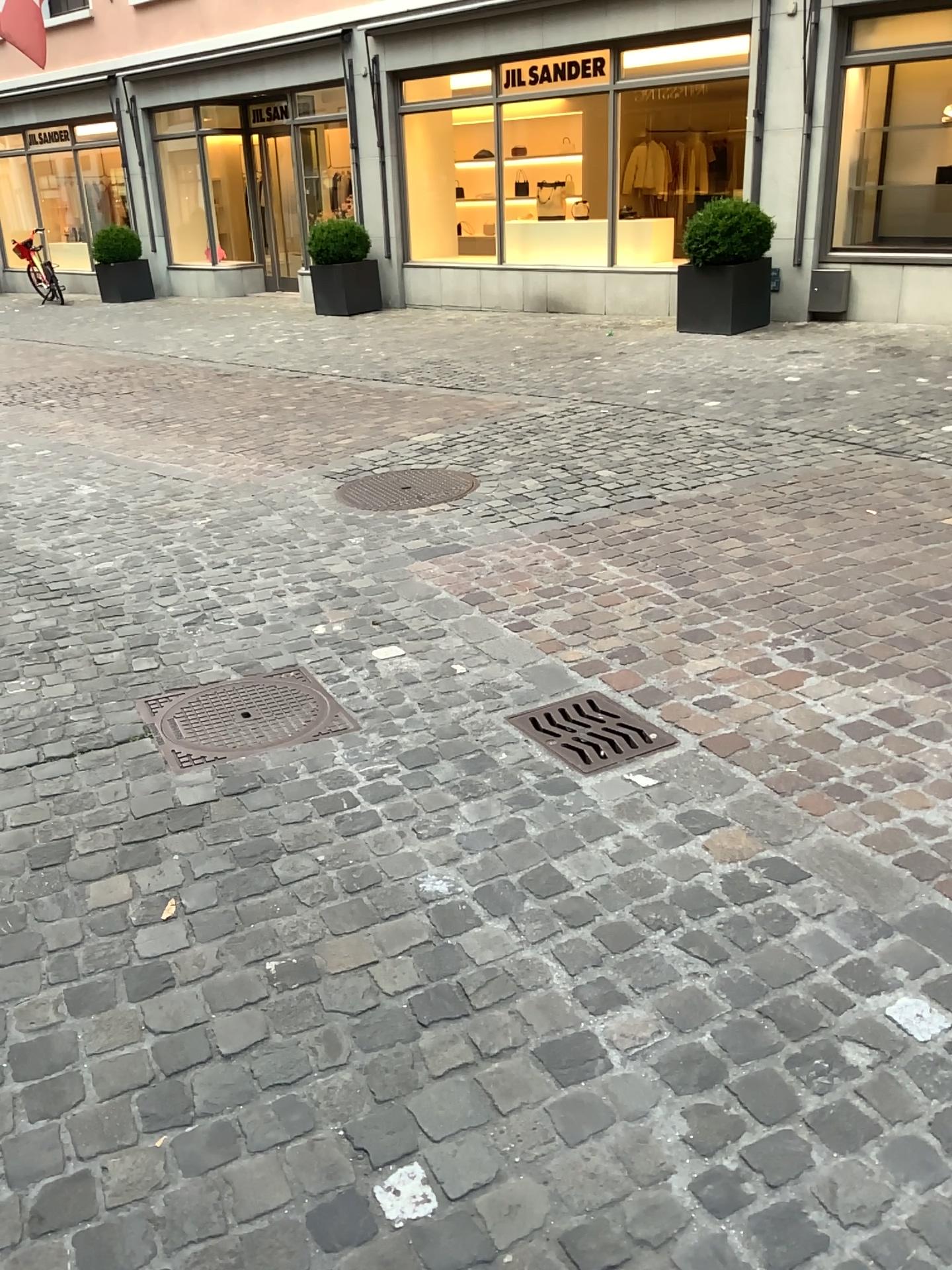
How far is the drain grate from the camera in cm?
272

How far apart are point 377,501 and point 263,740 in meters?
2.4 m

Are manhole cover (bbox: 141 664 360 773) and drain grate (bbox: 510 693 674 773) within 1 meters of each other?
yes

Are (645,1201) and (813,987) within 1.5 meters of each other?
yes

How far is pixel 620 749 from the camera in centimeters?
272cm

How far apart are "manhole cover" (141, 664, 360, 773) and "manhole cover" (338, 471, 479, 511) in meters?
1.8

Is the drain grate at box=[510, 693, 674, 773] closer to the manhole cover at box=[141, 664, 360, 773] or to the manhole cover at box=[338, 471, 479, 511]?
the manhole cover at box=[141, 664, 360, 773]

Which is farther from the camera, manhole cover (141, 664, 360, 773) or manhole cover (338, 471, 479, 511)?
manhole cover (338, 471, 479, 511)

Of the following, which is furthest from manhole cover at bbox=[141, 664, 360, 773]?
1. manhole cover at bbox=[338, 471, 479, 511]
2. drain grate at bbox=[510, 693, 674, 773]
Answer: manhole cover at bbox=[338, 471, 479, 511]

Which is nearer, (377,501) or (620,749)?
(620,749)
